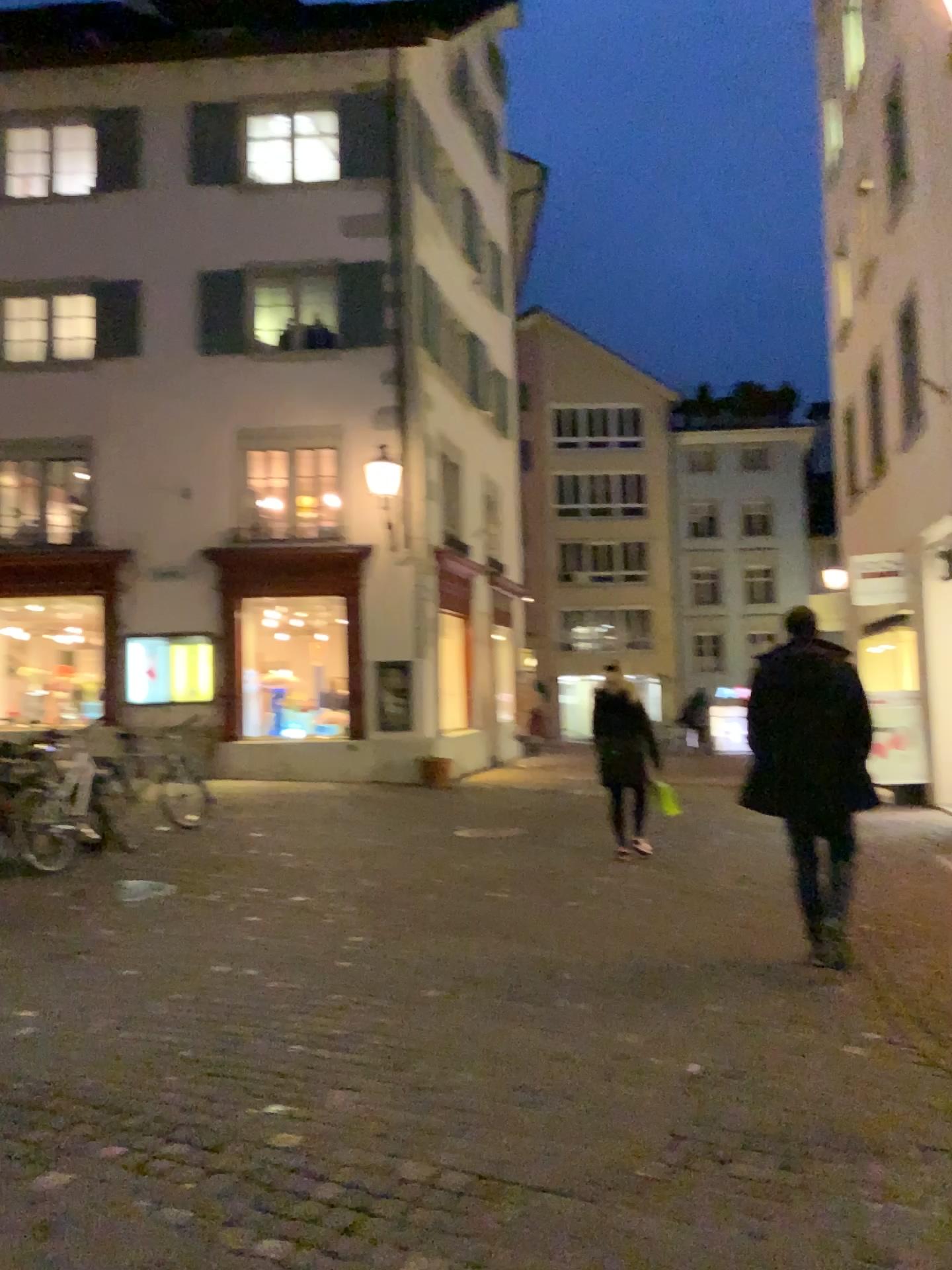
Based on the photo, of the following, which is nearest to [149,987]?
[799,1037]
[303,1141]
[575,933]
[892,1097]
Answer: [303,1141]
